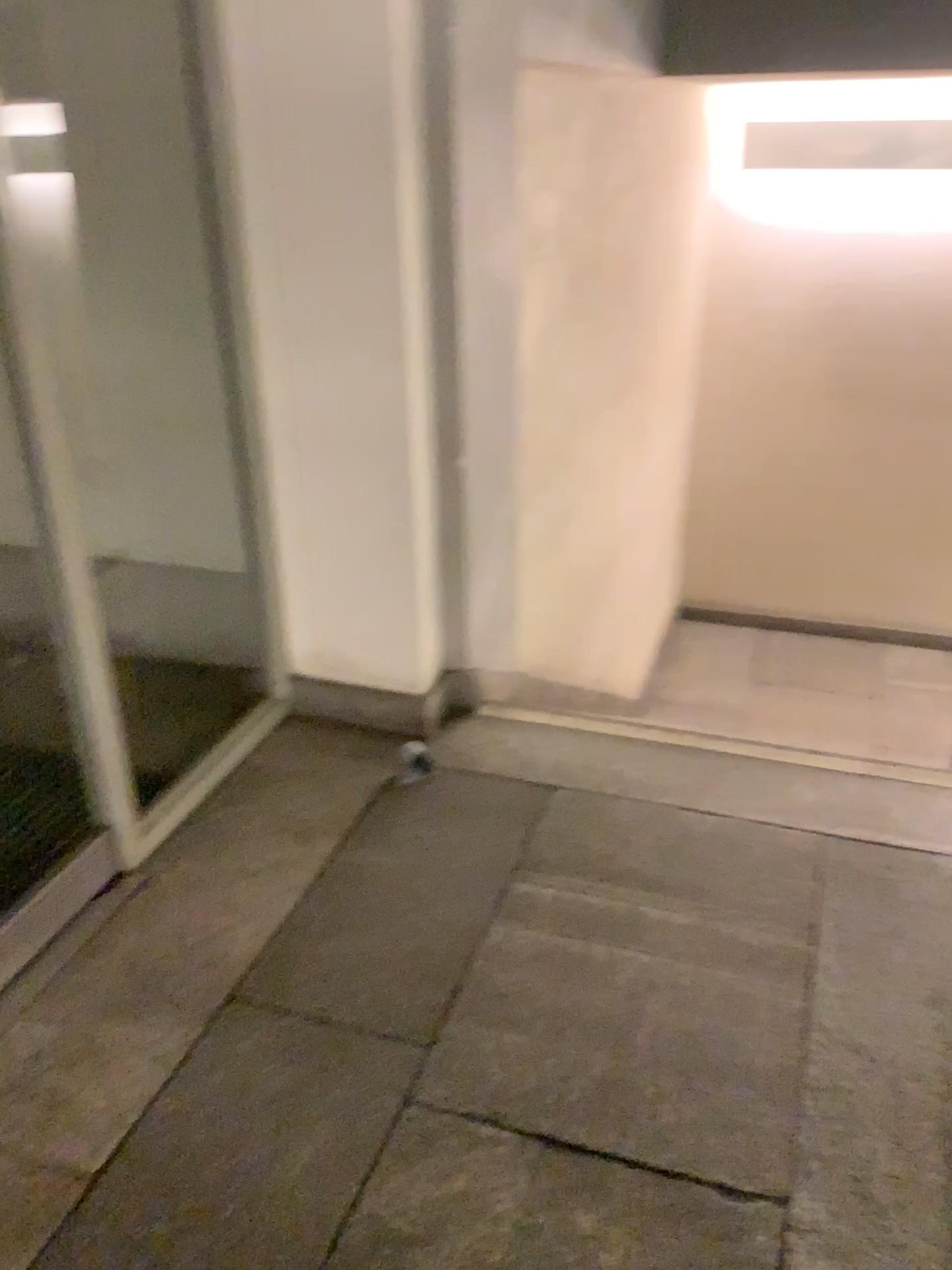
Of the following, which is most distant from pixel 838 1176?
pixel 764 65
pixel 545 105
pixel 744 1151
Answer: pixel 764 65
